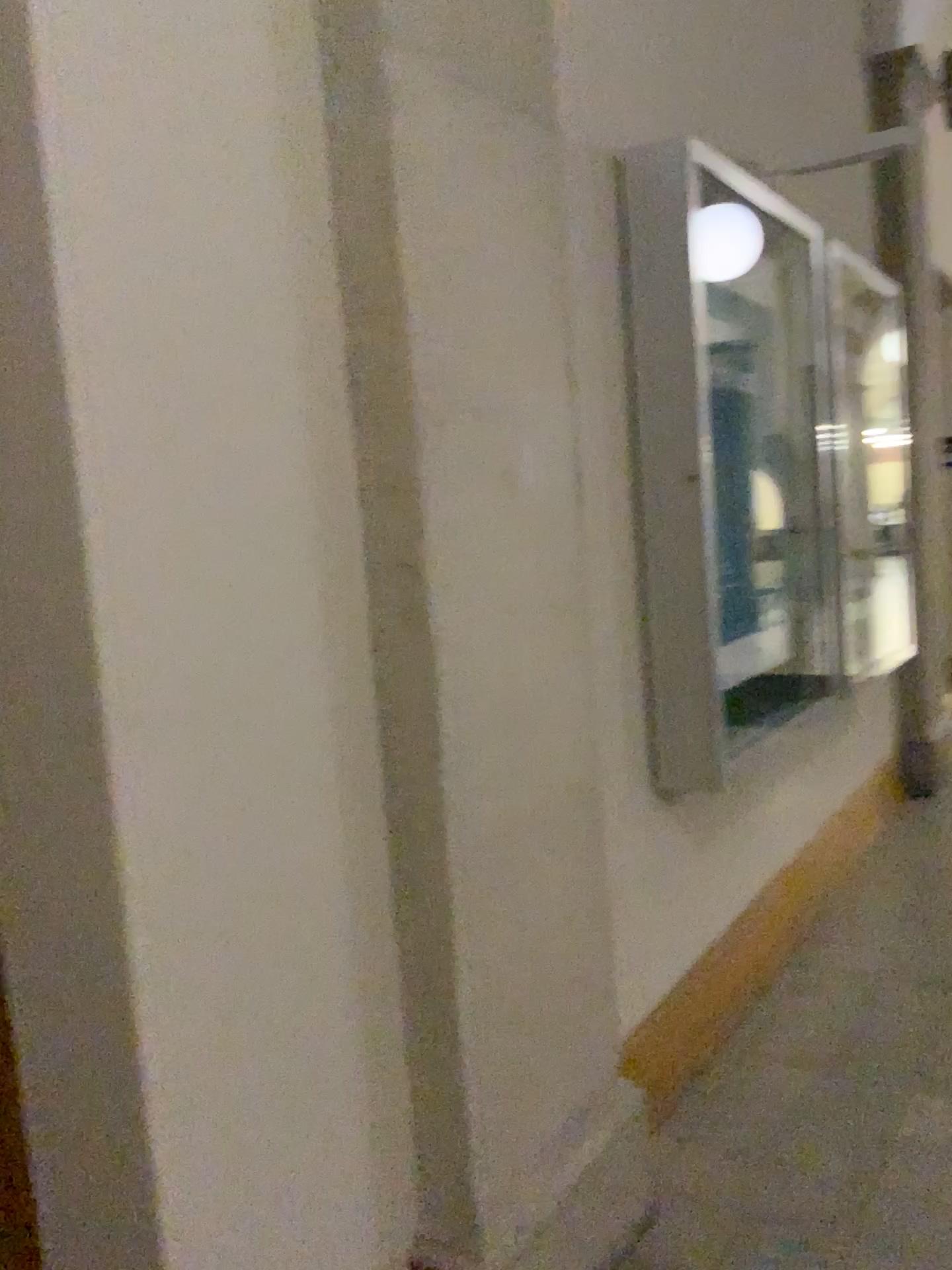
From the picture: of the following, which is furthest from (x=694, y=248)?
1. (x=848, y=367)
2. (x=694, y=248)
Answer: (x=848, y=367)

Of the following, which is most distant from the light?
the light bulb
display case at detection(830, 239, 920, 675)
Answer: display case at detection(830, 239, 920, 675)

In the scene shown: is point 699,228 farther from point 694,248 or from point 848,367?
point 848,367

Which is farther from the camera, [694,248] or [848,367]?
[848,367]

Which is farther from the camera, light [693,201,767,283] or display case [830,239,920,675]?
display case [830,239,920,675]

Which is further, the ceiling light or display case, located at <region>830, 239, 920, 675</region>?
display case, located at <region>830, 239, 920, 675</region>

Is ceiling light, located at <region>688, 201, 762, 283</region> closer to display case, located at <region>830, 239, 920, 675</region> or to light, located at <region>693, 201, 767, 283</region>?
light, located at <region>693, 201, 767, 283</region>

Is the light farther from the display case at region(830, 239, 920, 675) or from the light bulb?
the display case at region(830, 239, 920, 675)

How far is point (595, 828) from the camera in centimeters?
218cm
